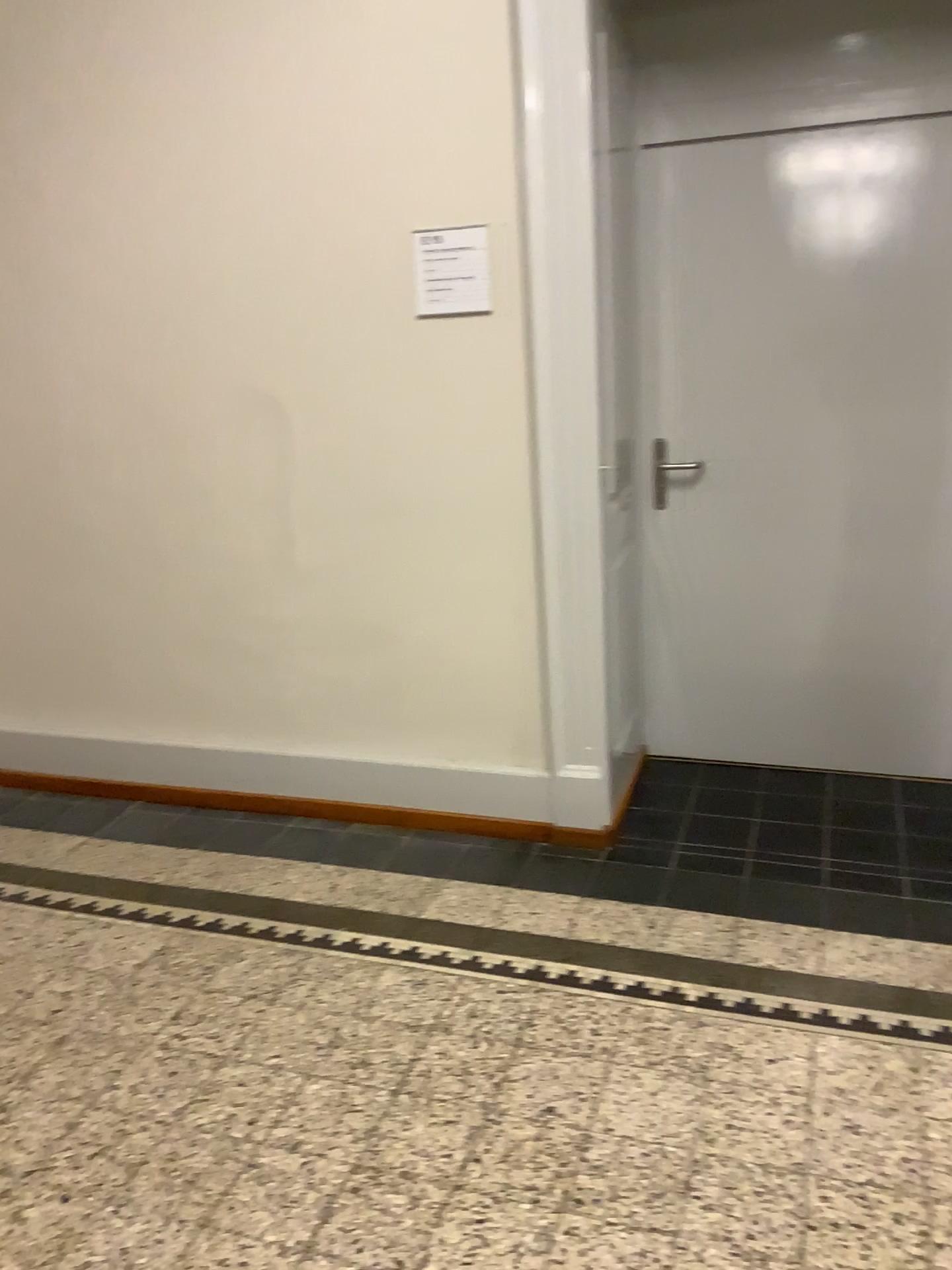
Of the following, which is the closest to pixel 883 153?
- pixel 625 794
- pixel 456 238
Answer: pixel 456 238

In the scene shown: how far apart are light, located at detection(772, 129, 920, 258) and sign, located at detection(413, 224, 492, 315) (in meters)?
0.97

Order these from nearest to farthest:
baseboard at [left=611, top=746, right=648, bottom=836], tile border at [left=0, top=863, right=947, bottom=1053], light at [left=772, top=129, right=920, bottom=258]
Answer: tile border at [left=0, top=863, right=947, bottom=1053], light at [left=772, top=129, right=920, bottom=258], baseboard at [left=611, top=746, right=648, bottom=836]

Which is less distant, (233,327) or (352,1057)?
(352,1057)

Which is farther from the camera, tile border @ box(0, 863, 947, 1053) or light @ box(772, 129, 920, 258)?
light @ box(772, 129, 920, 258)

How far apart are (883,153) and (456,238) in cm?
124

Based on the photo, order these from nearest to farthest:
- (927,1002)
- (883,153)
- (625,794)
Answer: (927,1002), (883,153), (625,794)

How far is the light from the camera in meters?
2.9

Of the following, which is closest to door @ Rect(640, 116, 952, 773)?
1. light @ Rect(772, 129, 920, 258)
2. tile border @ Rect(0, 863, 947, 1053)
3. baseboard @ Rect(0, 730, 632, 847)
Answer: light @ Rect(772, 129, 920, 258)

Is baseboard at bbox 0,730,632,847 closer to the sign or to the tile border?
the tile border
